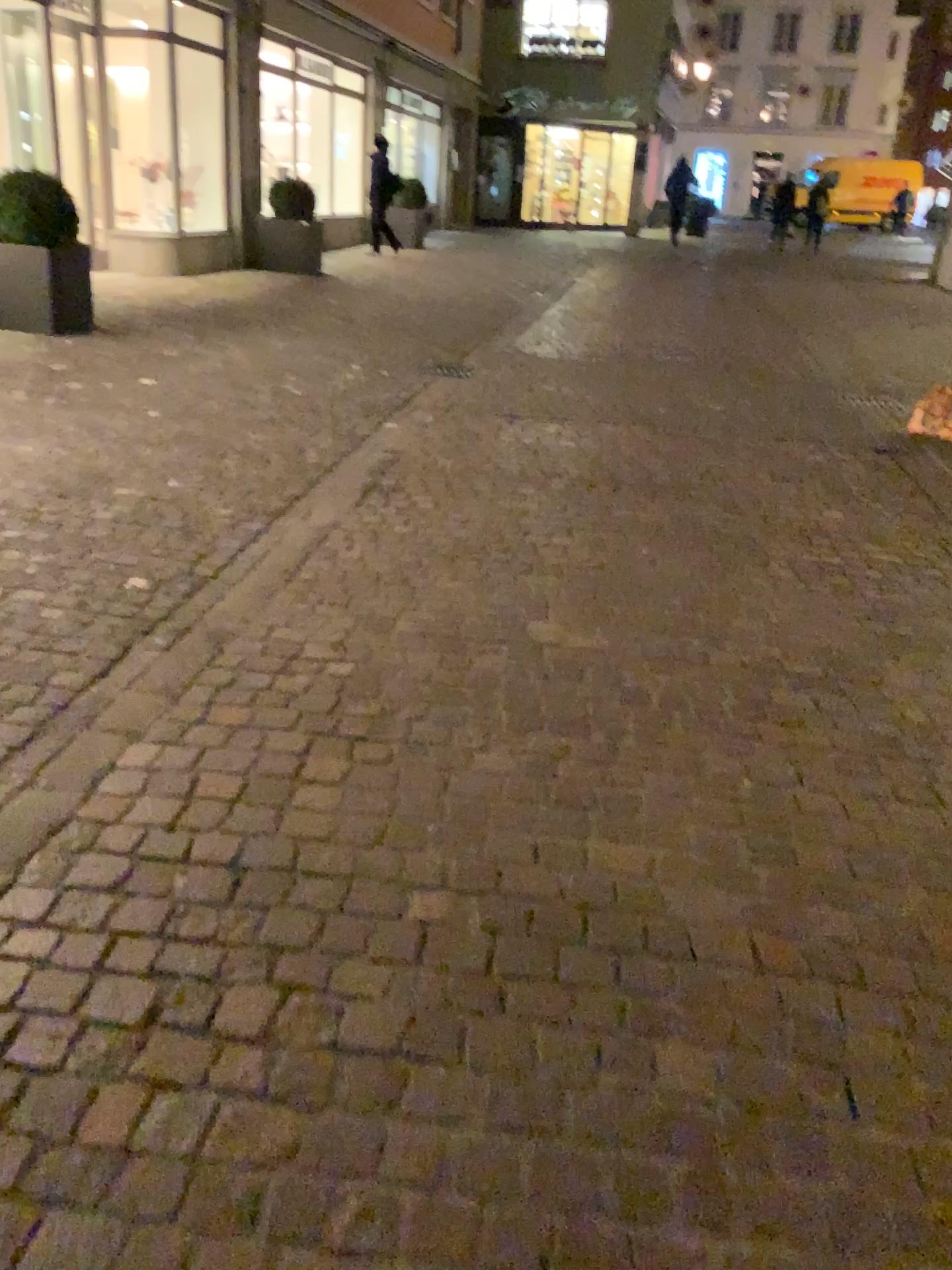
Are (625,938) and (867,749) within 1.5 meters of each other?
yes
